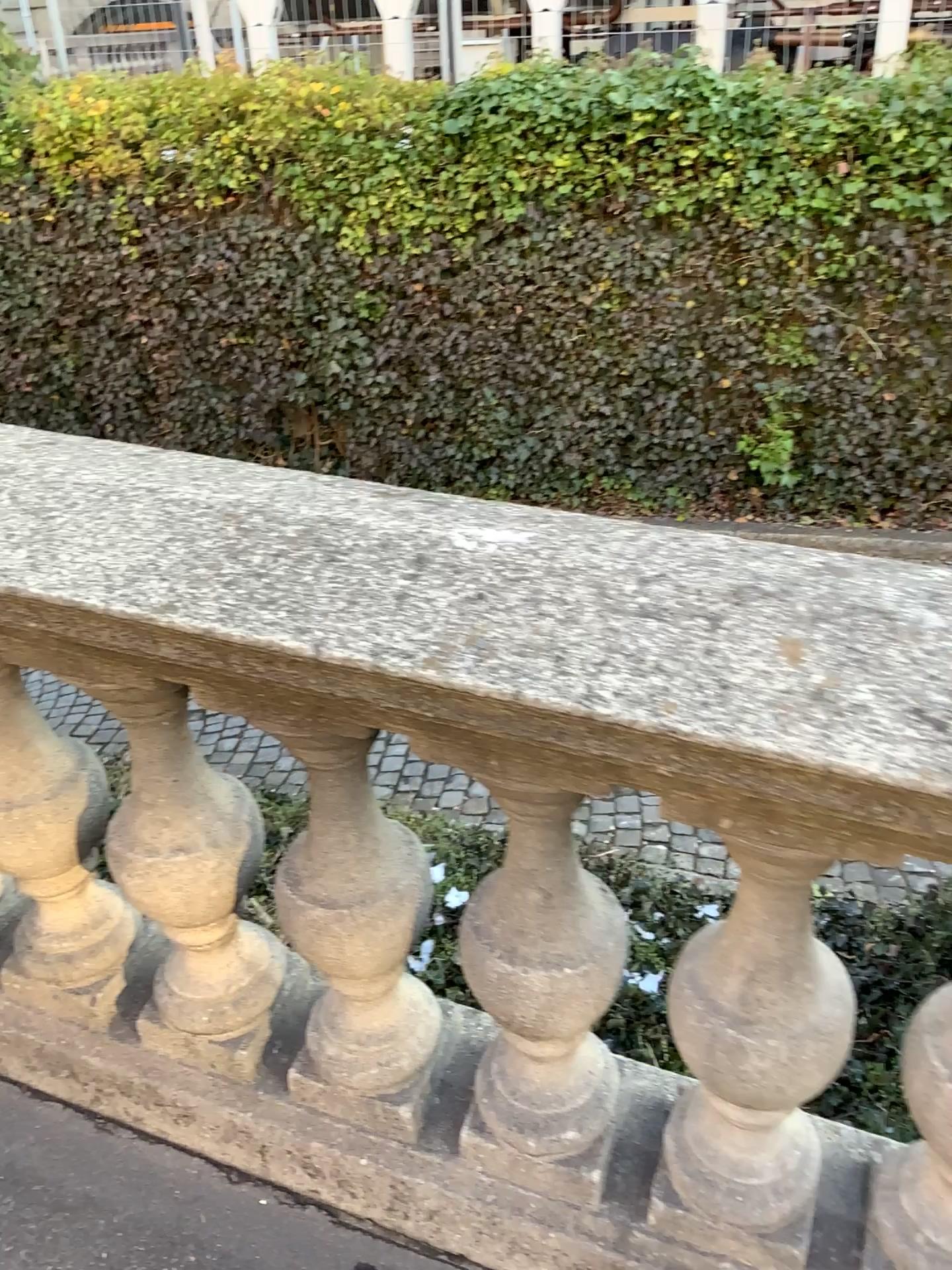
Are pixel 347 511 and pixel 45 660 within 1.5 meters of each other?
yes

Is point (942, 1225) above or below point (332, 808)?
below

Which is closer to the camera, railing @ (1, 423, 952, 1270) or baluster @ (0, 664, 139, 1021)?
railing @ (1, 423, 952, 1270)

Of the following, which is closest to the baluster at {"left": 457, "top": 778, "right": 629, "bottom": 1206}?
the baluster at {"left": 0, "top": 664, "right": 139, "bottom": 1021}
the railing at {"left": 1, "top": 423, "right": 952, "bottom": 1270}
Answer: the railing at {"left": 1, "top": 423, "right": 952, "bottom": 1270}

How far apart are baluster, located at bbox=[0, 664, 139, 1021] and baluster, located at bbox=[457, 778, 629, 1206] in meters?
0.6 m

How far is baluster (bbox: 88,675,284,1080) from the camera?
1.3m

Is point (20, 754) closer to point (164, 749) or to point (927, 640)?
point (164, 749)

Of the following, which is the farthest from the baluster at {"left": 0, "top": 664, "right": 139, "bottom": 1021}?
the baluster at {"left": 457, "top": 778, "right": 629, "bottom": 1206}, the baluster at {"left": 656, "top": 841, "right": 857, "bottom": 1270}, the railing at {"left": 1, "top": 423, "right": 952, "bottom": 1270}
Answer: the baluster at {"left": 656, "top": 841, "right": 857, "bottom": 1270}

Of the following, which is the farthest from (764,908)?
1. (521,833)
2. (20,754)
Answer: (20,754)

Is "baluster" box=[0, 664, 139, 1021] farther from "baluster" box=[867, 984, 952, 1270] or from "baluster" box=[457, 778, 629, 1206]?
"baluster" box=[867, 984, 952, 1270]
